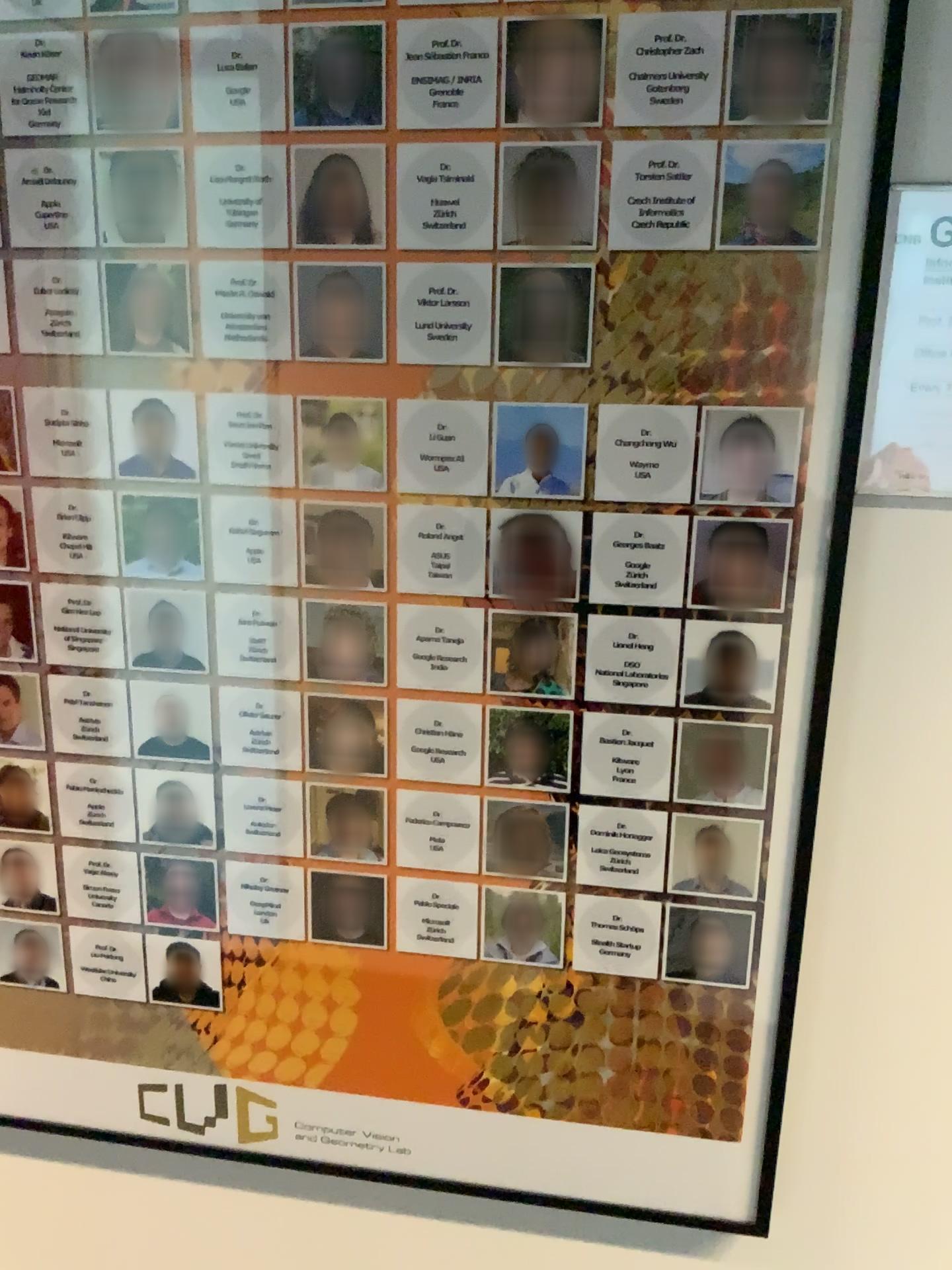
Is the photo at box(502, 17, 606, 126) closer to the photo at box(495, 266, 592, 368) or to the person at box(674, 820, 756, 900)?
the photo at box(495, 266, 592, 368)

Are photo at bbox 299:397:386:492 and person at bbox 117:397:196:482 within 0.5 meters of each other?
yes

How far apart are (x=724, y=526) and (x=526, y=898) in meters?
0.3 m

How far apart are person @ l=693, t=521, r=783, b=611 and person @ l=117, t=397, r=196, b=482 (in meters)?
0.42

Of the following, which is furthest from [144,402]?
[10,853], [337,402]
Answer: [10,853]

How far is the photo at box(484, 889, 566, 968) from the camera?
Result: 0.89m

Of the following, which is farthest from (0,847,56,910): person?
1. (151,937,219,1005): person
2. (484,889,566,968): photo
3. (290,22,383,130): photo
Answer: (290,22,383,130): photo

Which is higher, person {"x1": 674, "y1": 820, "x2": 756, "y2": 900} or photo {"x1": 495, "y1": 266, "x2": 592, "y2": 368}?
photo {"x1": 495, "y1": 266, "x2": 592, "y2": 368}

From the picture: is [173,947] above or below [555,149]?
below

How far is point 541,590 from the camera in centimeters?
82cm
